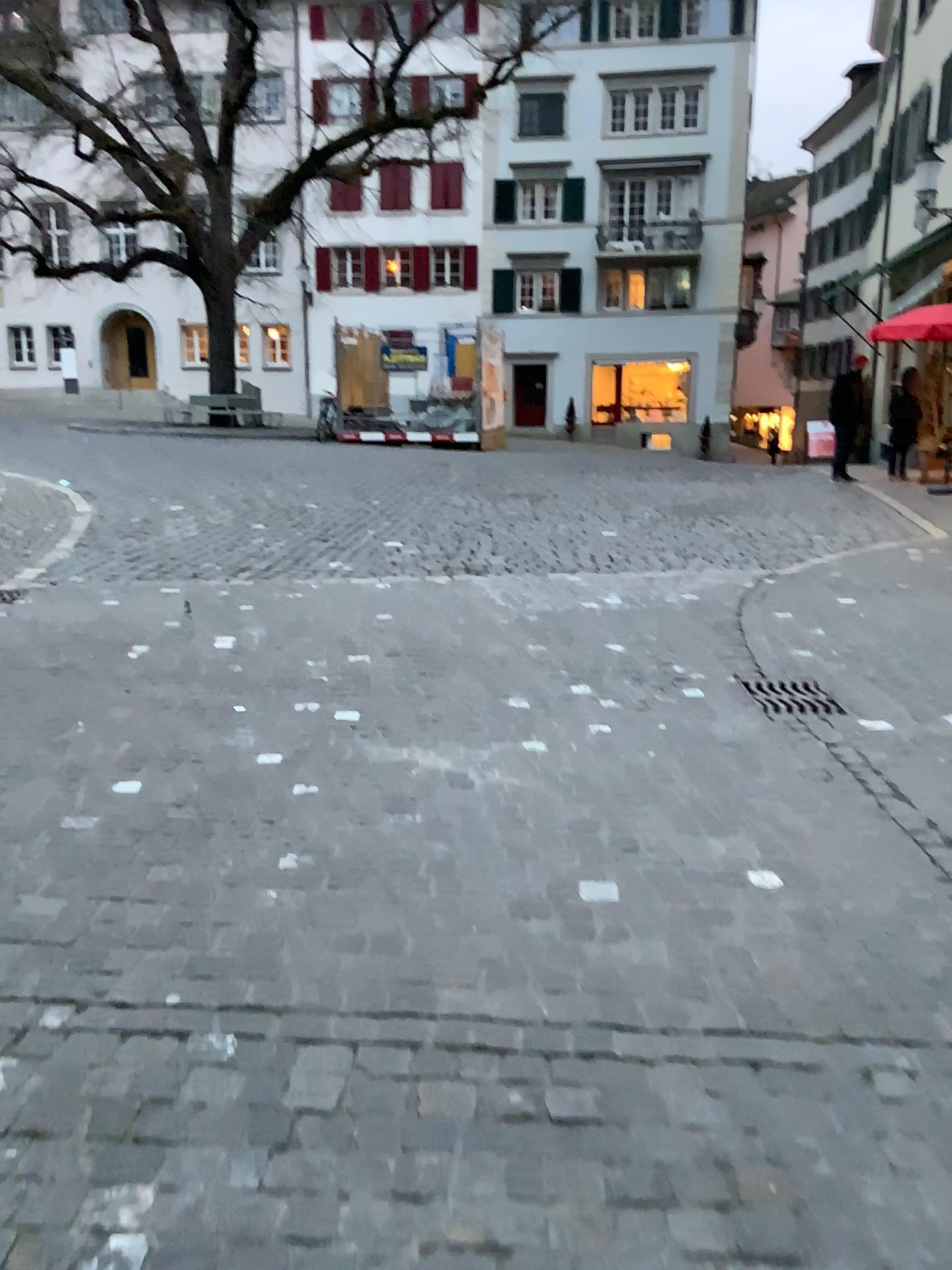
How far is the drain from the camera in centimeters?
454cm

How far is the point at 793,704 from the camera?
4.54m

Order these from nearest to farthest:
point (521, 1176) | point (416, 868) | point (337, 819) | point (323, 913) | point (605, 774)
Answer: point (521, 1176), point (323, 913), point (416, 868), point (337, 819), point (605, 774)
